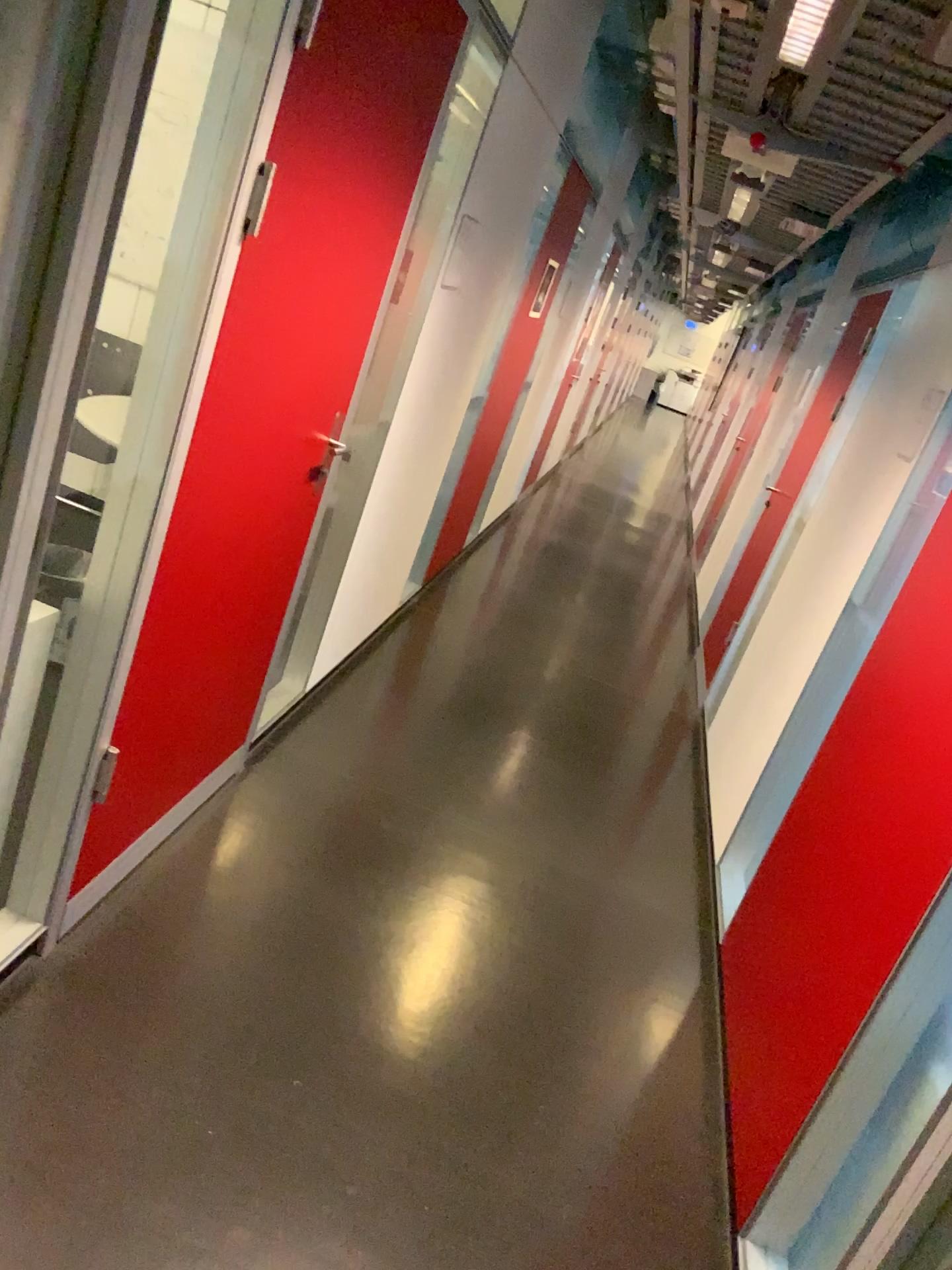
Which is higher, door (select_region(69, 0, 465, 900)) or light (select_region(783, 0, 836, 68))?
light (select_region(783, 0, 836, 68))

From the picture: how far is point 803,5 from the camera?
2.1 meters

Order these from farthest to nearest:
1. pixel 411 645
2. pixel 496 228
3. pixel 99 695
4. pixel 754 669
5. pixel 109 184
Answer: pixel 411 645 → pixel 754 669 → pixel 496 228 → pixel 99 695 → pixel 109 184

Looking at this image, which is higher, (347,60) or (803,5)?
(803,5)

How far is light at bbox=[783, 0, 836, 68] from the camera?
2.1m
